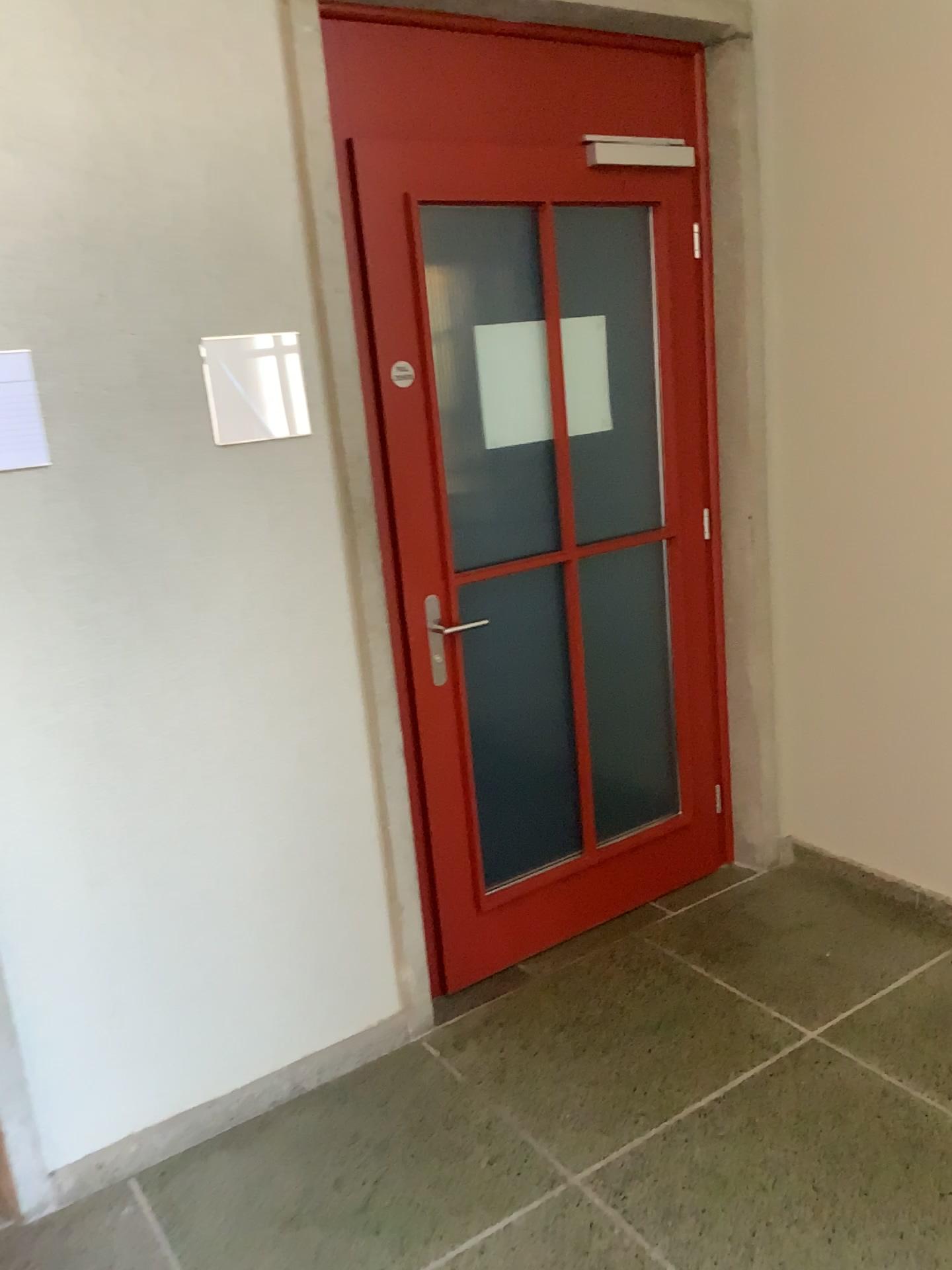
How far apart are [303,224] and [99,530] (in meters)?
0.77
